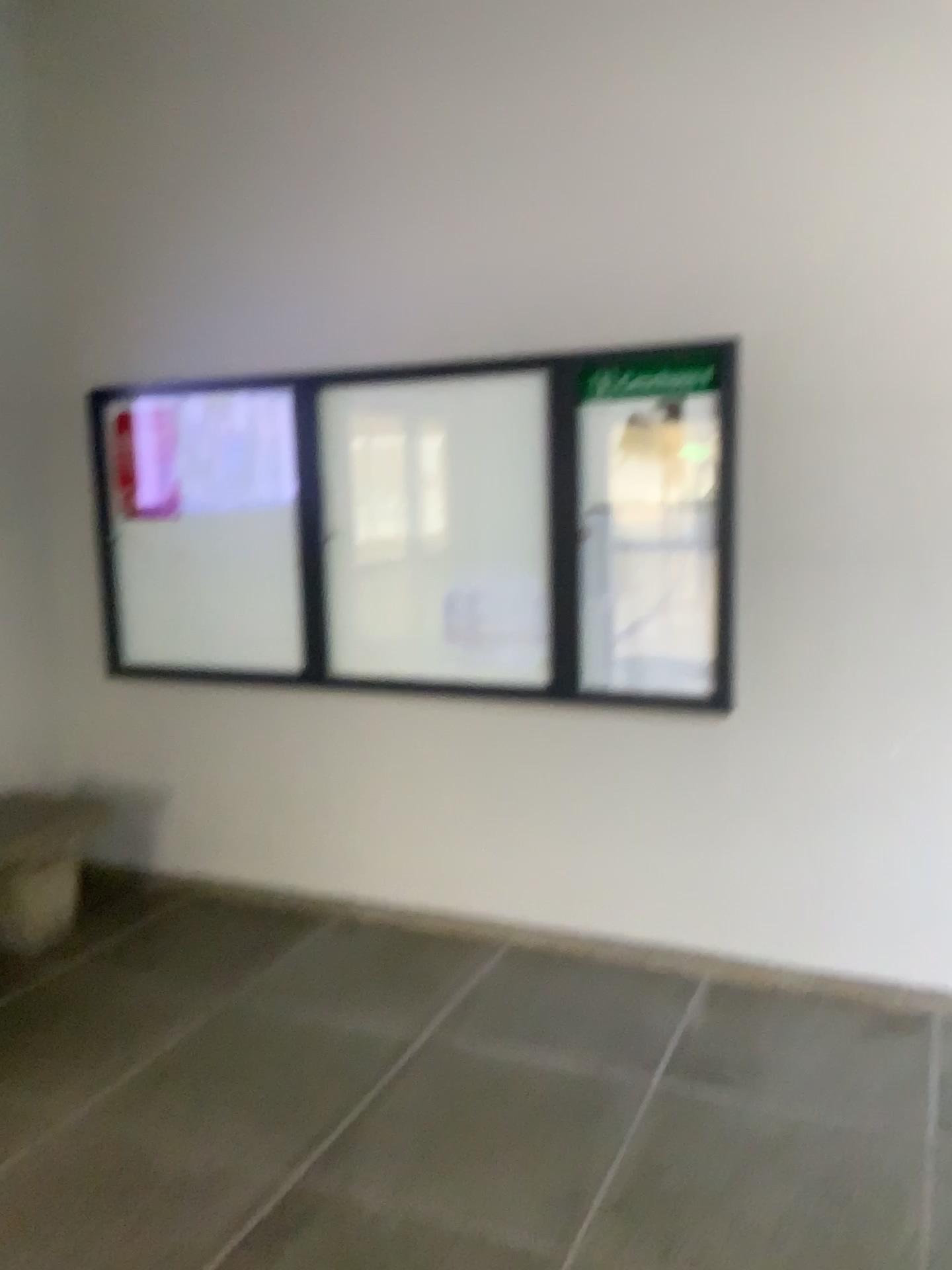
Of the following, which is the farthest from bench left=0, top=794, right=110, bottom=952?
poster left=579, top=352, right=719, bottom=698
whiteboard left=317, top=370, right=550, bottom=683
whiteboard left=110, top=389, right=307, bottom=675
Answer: poster left=579, top=352, right=719, bottom=698

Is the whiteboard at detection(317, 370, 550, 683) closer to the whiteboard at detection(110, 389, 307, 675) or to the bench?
the whiteboard at detection(110, 389, 307, 675)

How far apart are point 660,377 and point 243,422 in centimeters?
157cm

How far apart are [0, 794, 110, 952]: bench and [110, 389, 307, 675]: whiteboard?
0.7 meters

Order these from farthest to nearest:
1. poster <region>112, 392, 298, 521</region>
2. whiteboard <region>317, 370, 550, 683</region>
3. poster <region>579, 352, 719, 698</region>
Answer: poster <region>112, 392, 298, 521</region>, whiteboard <region>317, 370, 550, 683</region>, poster <region>579, 352, 719, 698</region>

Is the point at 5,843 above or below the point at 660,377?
below

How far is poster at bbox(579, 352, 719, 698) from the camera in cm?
329

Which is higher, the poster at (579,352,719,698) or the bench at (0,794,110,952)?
the poster at (579,352,719,698)

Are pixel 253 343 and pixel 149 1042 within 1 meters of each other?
no

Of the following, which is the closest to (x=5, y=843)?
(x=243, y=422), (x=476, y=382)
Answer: (x=243, y=422)
